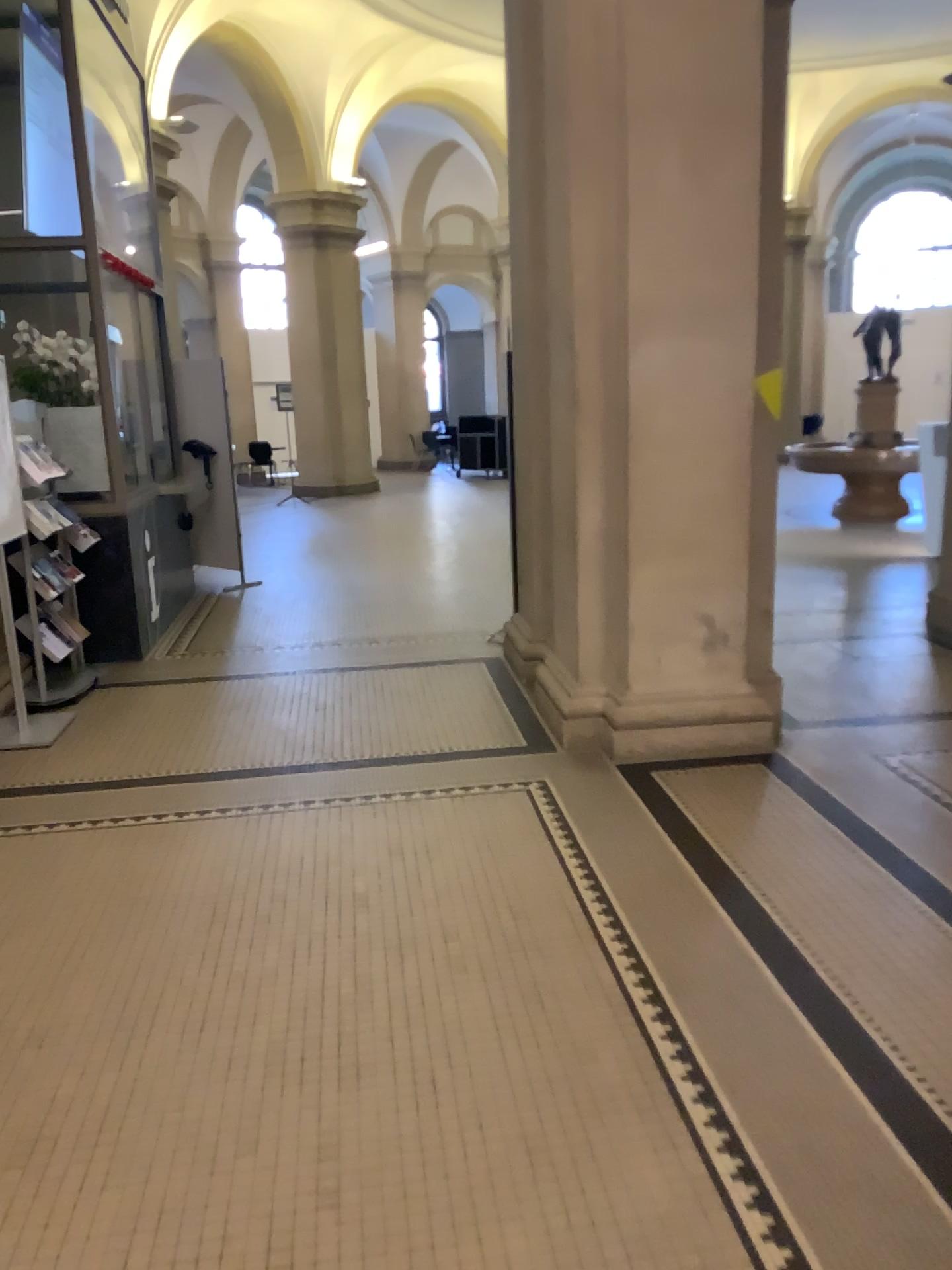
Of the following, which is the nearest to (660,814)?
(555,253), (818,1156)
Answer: (818,1156)
